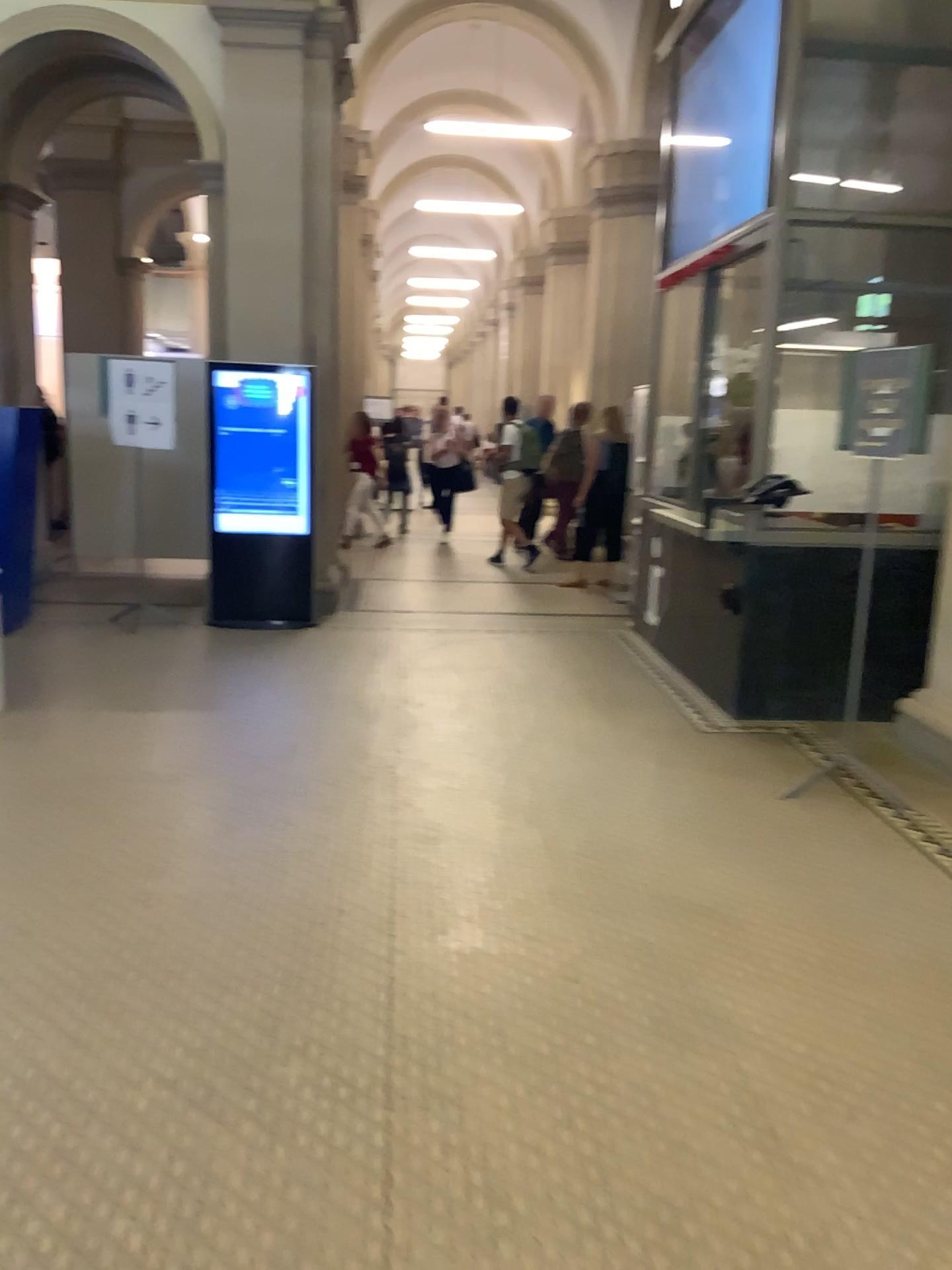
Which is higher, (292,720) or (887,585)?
(887,585)
